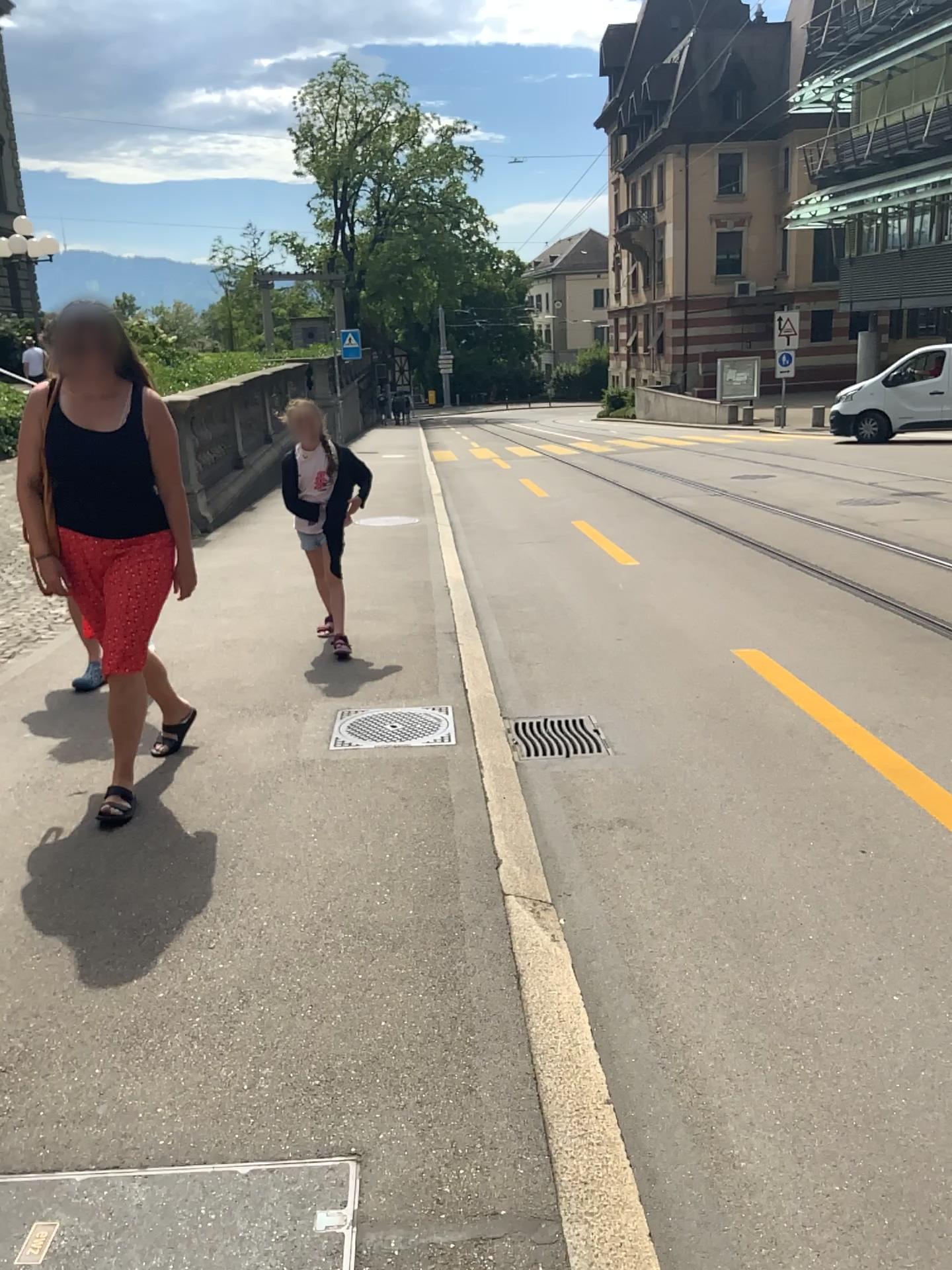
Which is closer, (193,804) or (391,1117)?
(391,1117)
